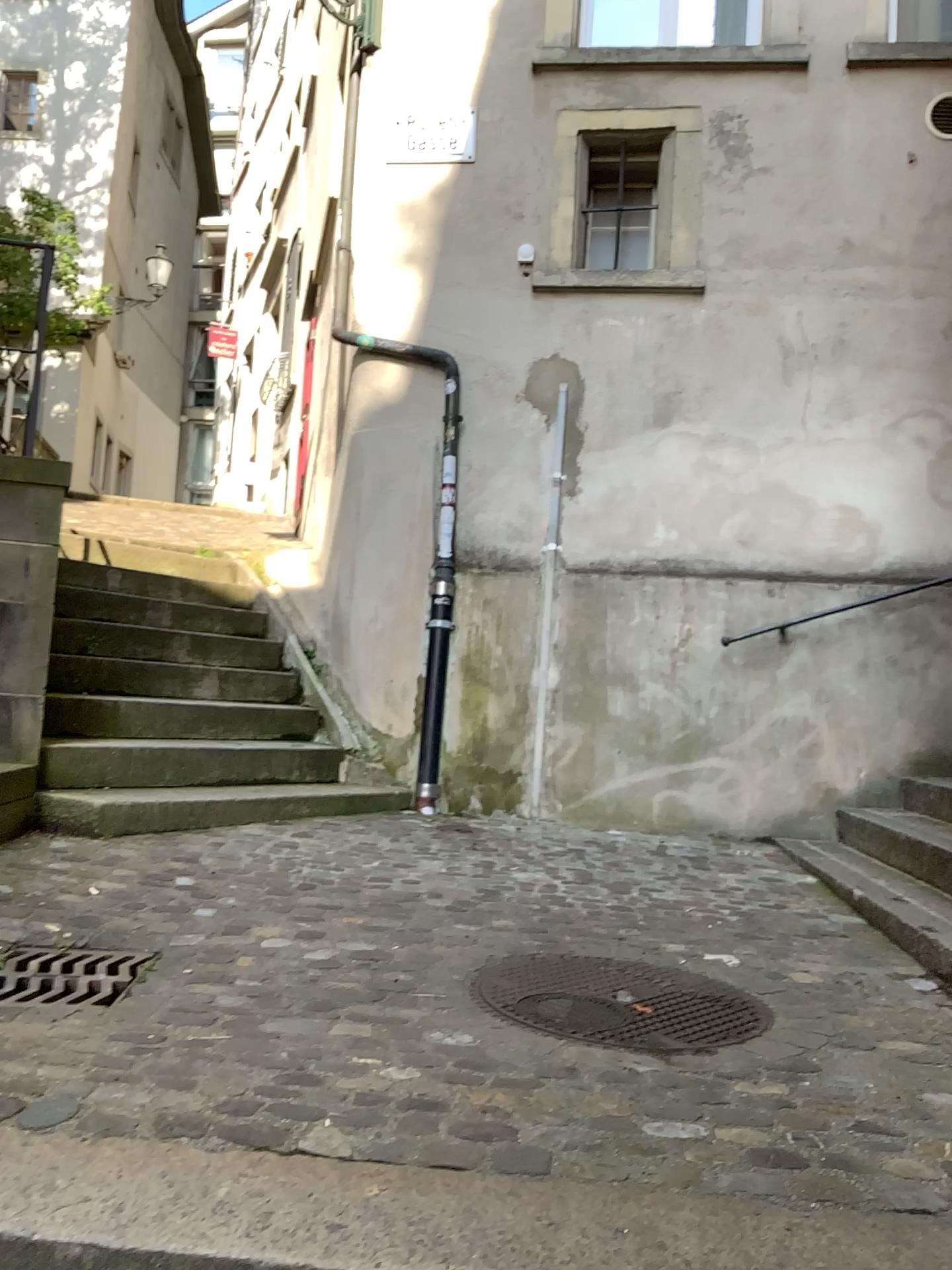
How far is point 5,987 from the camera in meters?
2.3

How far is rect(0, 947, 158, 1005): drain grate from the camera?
2.33m

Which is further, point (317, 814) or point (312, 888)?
point (317, 814)
